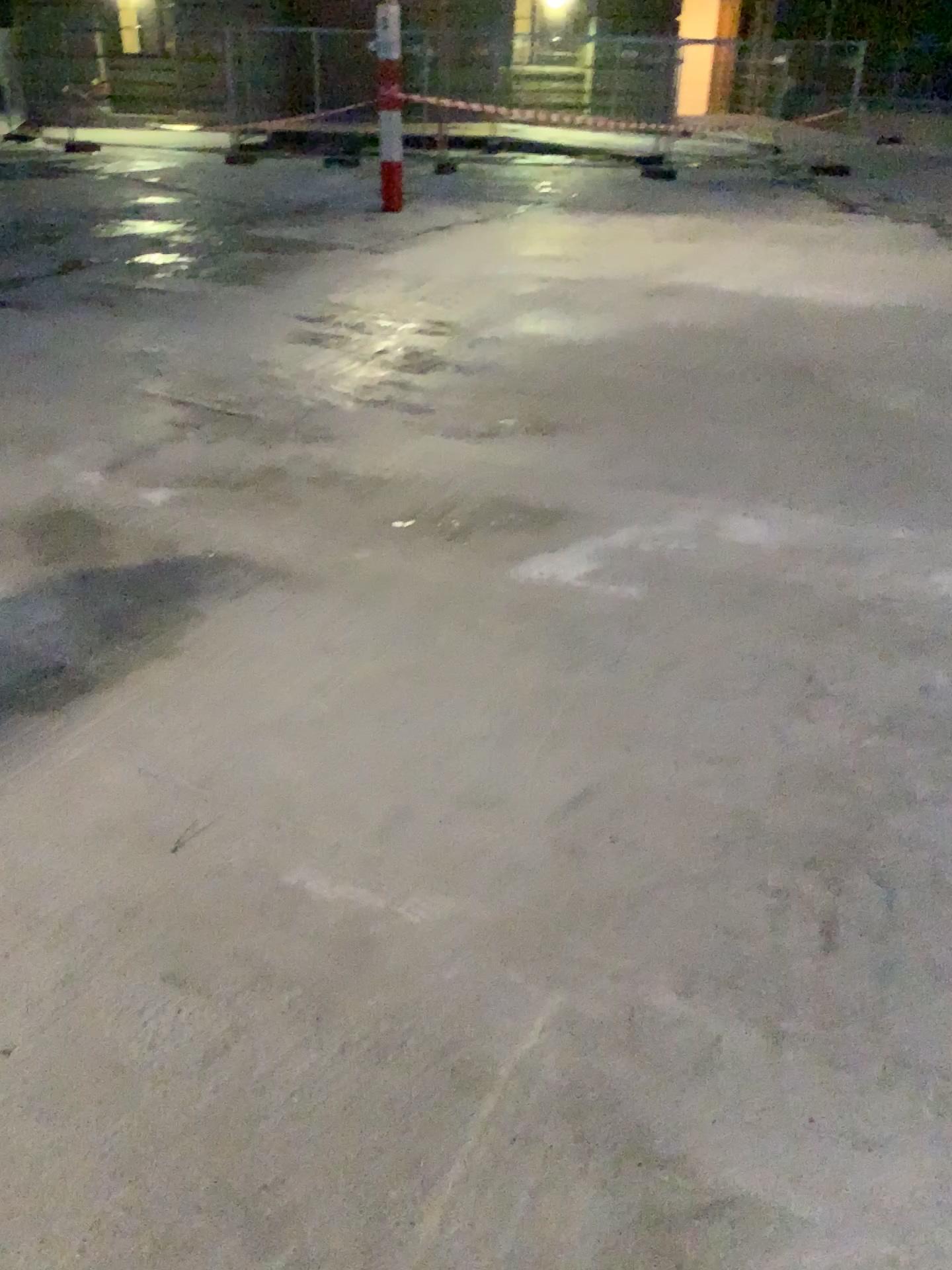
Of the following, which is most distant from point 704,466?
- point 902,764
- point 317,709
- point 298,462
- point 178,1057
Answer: point 178,1057
